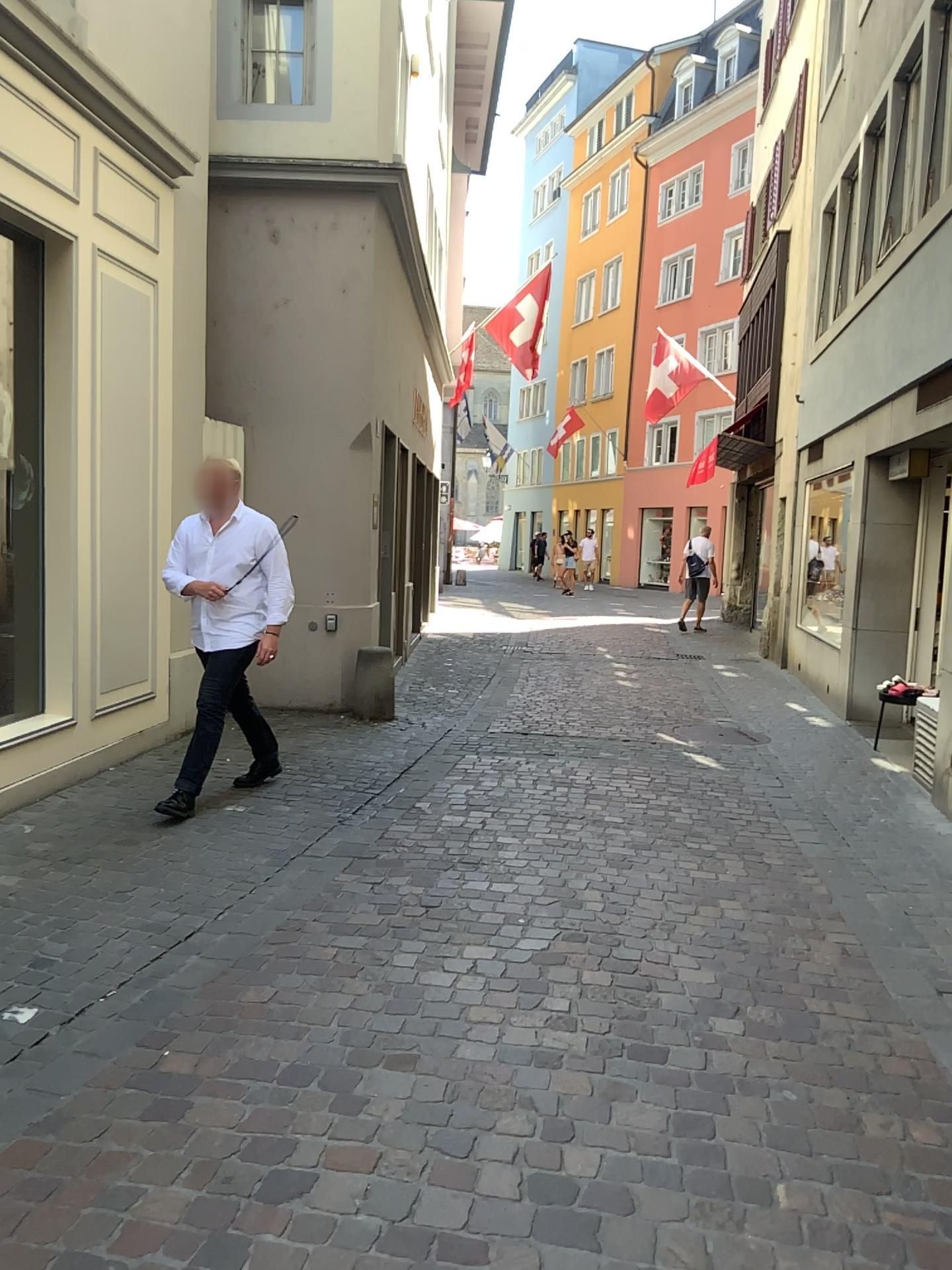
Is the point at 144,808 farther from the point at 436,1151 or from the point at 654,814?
the point at 436,1151
